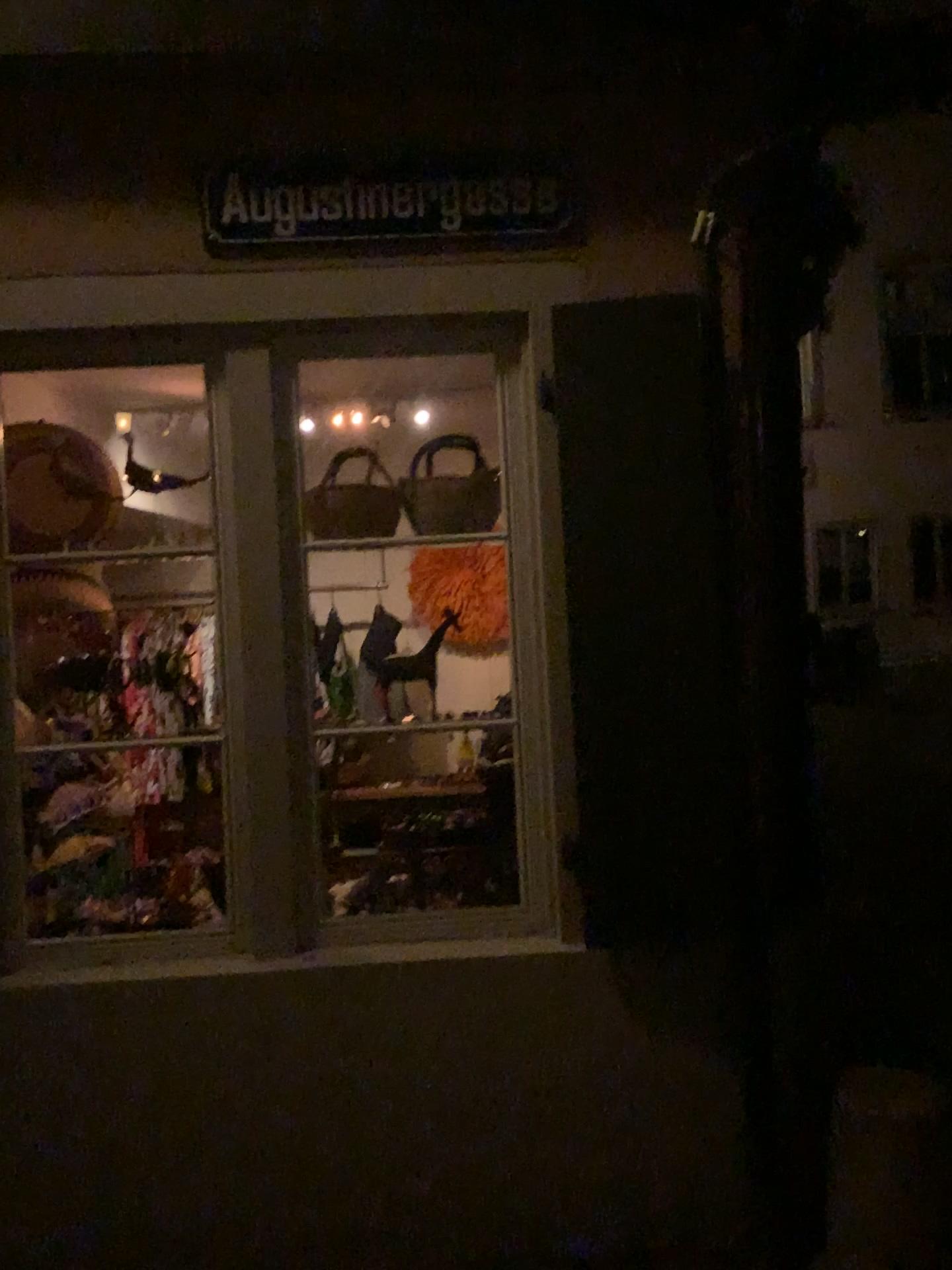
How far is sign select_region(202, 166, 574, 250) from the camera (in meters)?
2.55

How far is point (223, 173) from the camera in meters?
2.5

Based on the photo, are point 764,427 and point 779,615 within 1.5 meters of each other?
yes
